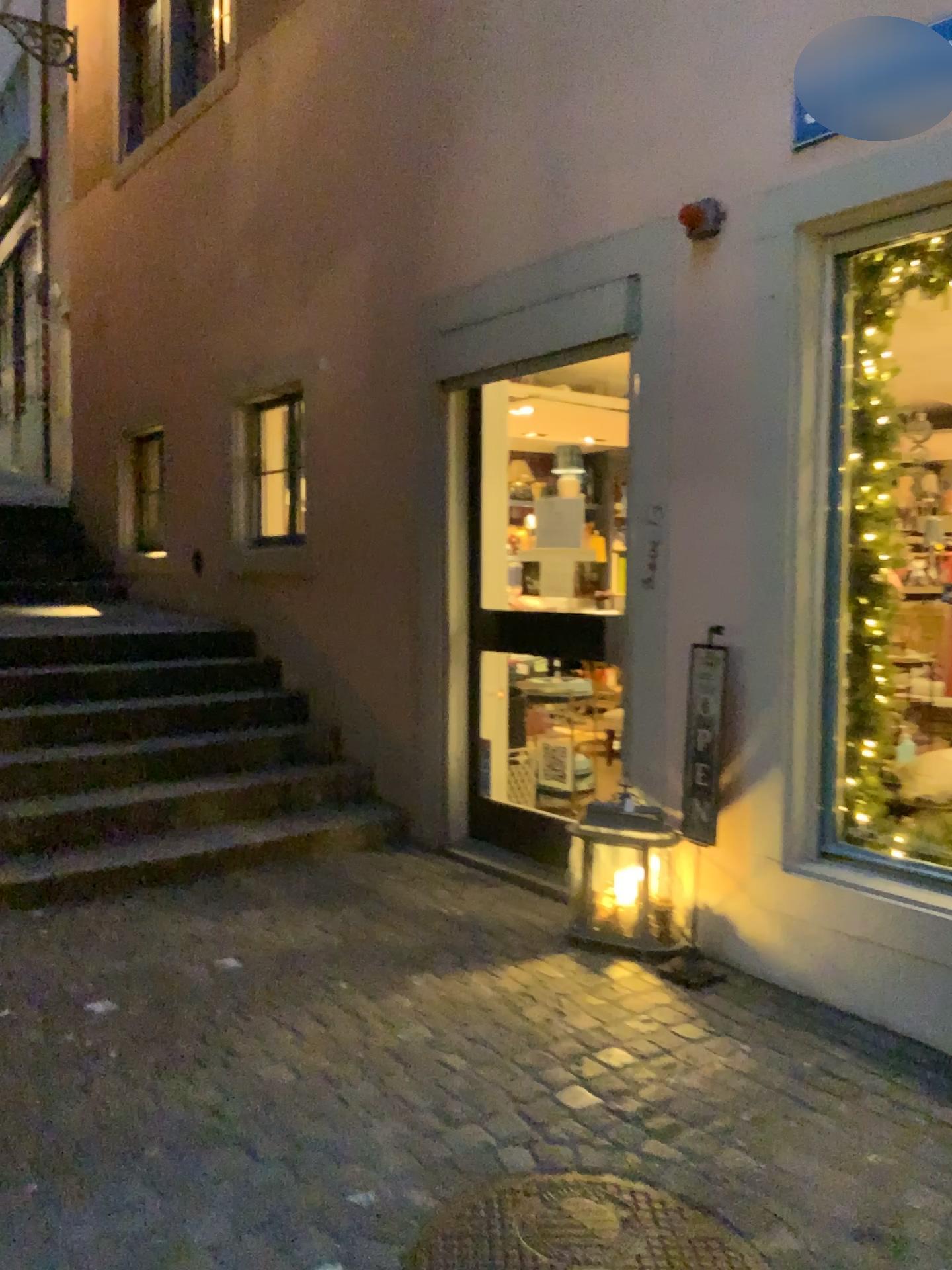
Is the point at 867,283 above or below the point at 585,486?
above

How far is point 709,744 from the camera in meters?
3.5 m

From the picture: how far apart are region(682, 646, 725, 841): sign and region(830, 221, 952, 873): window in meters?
0.4

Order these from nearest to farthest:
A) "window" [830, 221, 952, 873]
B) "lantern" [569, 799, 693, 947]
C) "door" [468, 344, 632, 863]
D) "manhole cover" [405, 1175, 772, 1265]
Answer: "manhole cover" [405, 1175, 772, 1265] → "window" [830, 221, 952, 873] → "lantern" [569, 799, 693, 947] → "door" [468, 344, 632, 863]

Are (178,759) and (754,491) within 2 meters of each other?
no

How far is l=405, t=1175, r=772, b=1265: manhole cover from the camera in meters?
2.1 m

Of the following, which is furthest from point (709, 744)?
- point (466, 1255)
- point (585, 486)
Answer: point (466, 1255)

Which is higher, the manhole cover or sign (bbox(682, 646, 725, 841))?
sign (bbox(682, 646, 725, 841))

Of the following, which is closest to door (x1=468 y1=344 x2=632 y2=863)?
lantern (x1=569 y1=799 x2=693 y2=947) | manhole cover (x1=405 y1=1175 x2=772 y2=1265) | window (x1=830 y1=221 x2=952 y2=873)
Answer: lantern (x1=569 y1=799 x2=693 y2=947)

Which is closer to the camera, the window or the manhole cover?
the manhole cover
